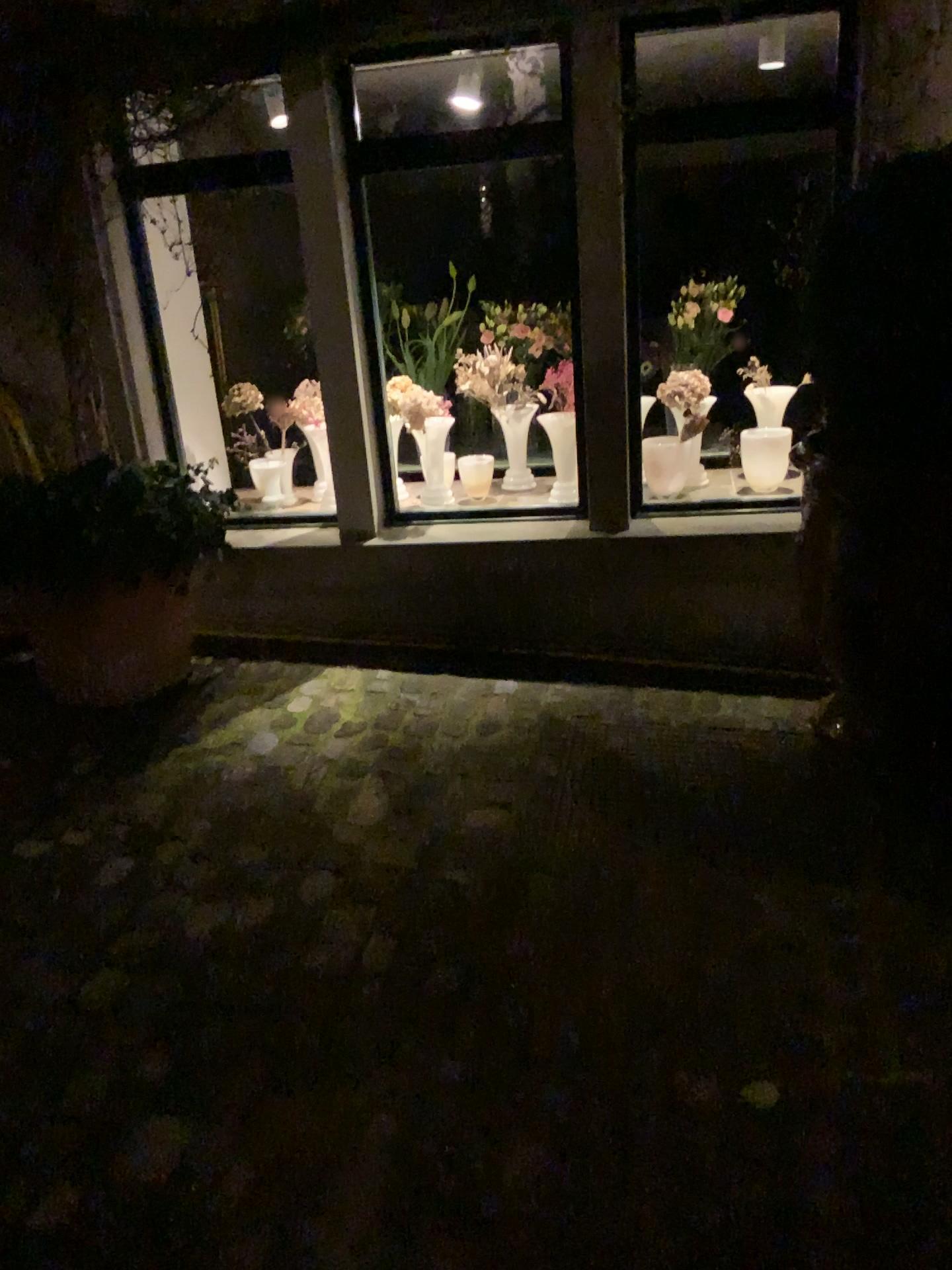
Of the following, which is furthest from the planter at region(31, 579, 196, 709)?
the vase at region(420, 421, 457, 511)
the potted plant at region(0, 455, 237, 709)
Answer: the vase at region(420, 421, 457, 511)

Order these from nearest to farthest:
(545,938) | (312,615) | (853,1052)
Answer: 1. (853,1052)
2. (545,938)
3. (312,615)

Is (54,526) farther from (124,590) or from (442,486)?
(442,486)

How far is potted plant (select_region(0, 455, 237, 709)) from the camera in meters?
2.9 m

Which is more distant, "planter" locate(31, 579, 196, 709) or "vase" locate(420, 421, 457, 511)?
"vase" locate(420, 421, 457, 511)

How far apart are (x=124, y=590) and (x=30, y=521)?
0.3 meters

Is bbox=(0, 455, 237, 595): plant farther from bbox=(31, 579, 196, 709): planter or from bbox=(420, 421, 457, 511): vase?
bbox=(420, 421, 457, 511): vase

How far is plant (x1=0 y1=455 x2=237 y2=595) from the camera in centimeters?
286cm

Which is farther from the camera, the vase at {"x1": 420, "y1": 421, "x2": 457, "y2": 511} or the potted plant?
the vase at {"x1": 420, "y1": 421, "x2": 457, "y2": 511}

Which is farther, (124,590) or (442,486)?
(442,486)
